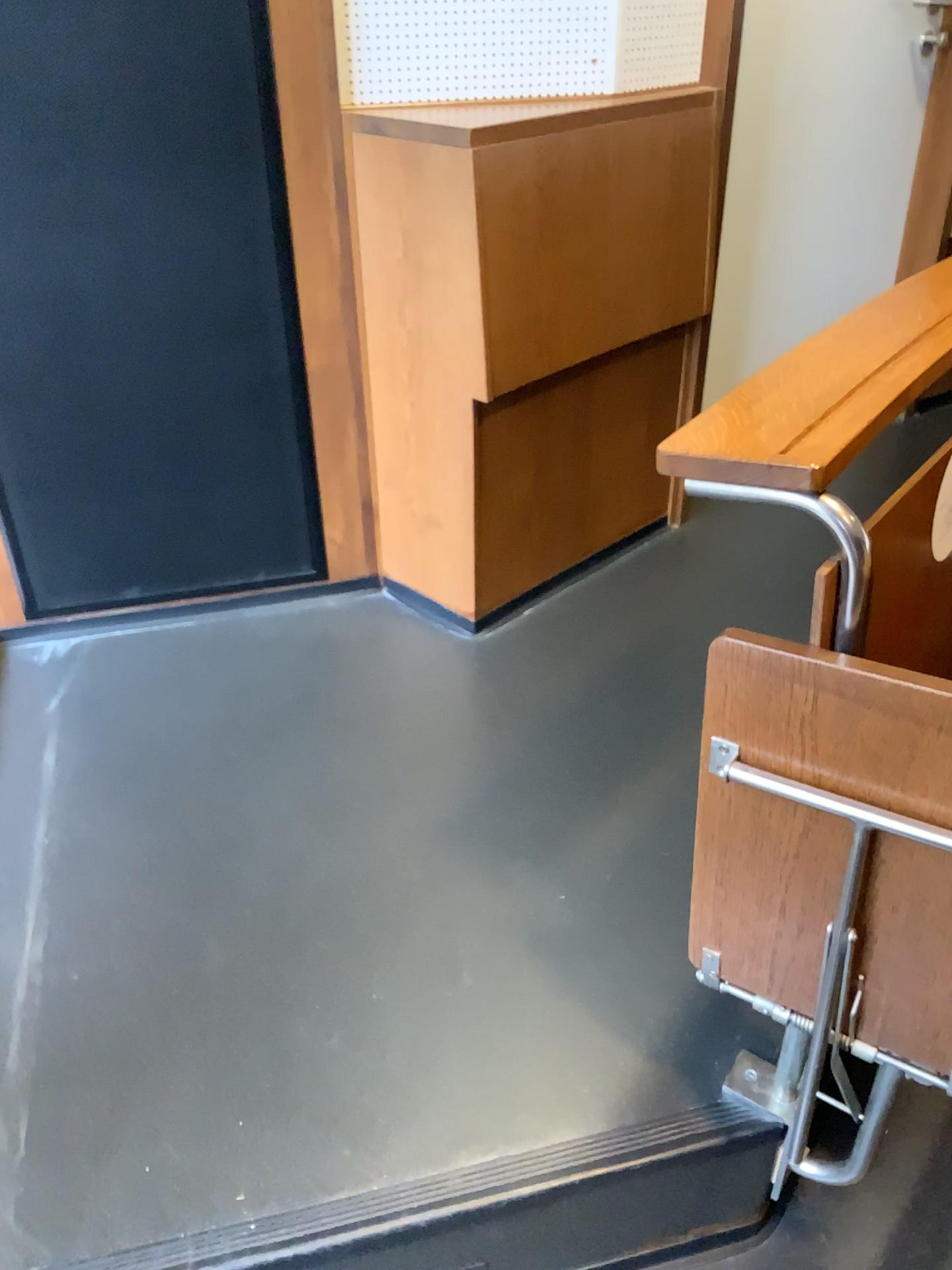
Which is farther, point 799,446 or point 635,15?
point 635,15

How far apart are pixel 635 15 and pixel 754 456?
1.3m

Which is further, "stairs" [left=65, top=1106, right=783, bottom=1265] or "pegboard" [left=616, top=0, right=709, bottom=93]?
"pegboard" [left=616, top=0, right=709, bottom=93]

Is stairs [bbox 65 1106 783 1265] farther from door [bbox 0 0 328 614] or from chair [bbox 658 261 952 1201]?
door [bbox 0 0 328 614]

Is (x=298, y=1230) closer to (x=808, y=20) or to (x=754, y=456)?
(x=754, y=456)

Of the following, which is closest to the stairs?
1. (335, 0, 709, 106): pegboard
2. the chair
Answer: the chair

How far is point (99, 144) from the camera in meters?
1.7 m

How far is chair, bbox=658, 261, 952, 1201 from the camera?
0.9 meters

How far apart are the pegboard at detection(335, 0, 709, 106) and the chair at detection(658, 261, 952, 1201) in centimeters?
88cm

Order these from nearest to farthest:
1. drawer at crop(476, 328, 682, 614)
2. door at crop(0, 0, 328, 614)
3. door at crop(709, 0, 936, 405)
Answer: door at crop(0, 0, 328, 614) → drawer at crop(476, 328, 682, 614) → door at crop(709, 0, 936, 405)
